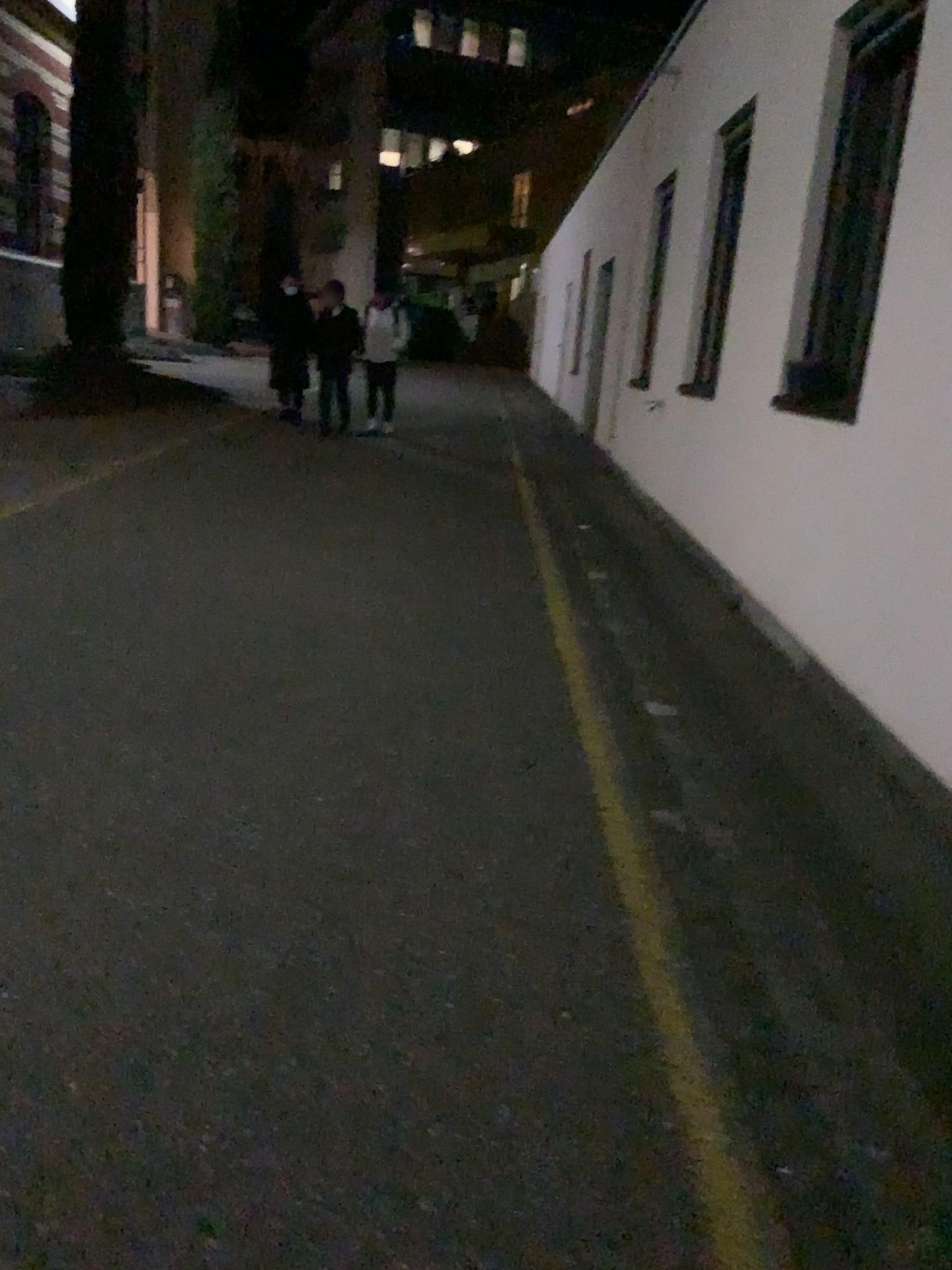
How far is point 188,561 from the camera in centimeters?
544cm
